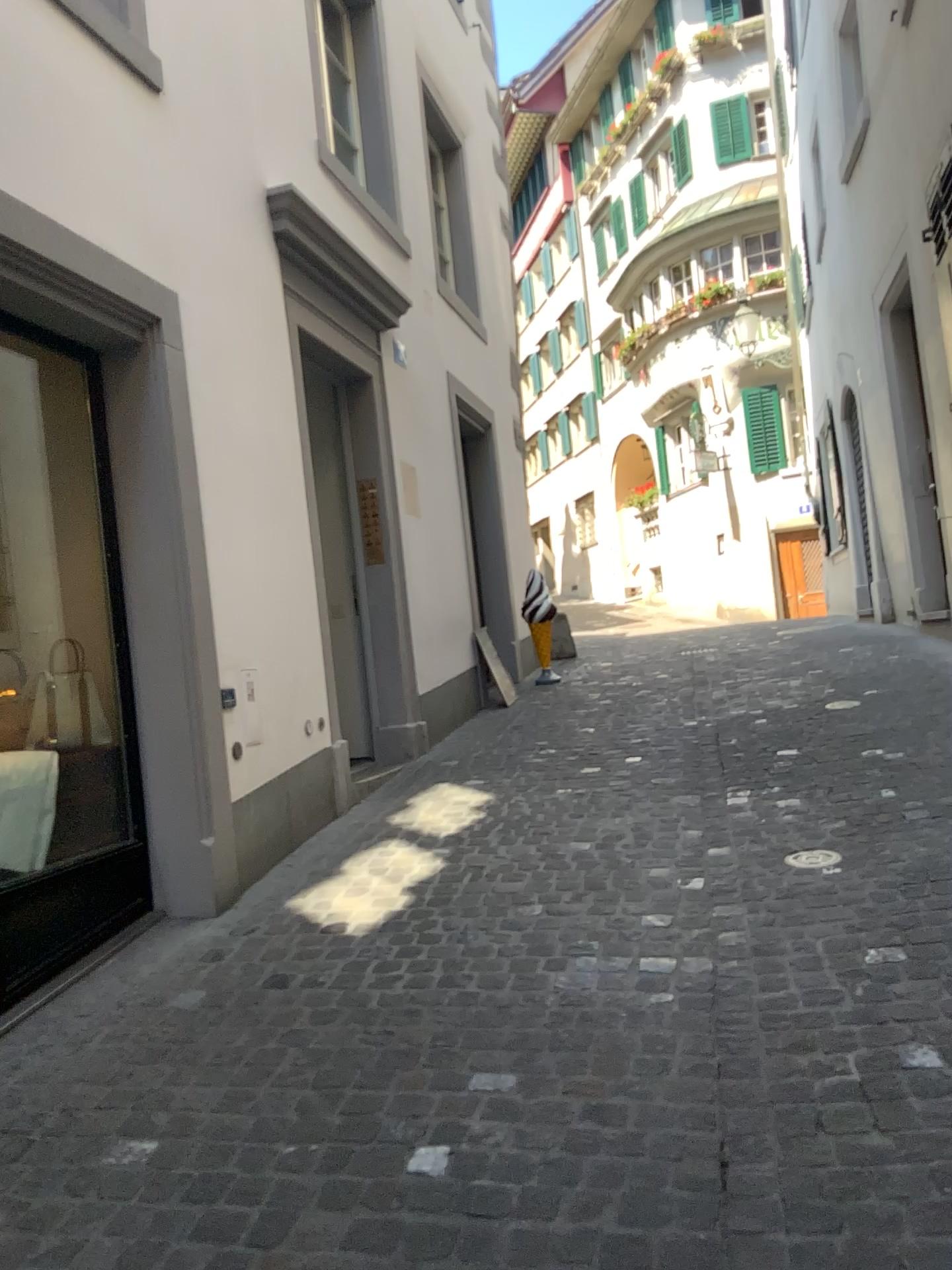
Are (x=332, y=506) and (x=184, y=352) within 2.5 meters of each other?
yes
